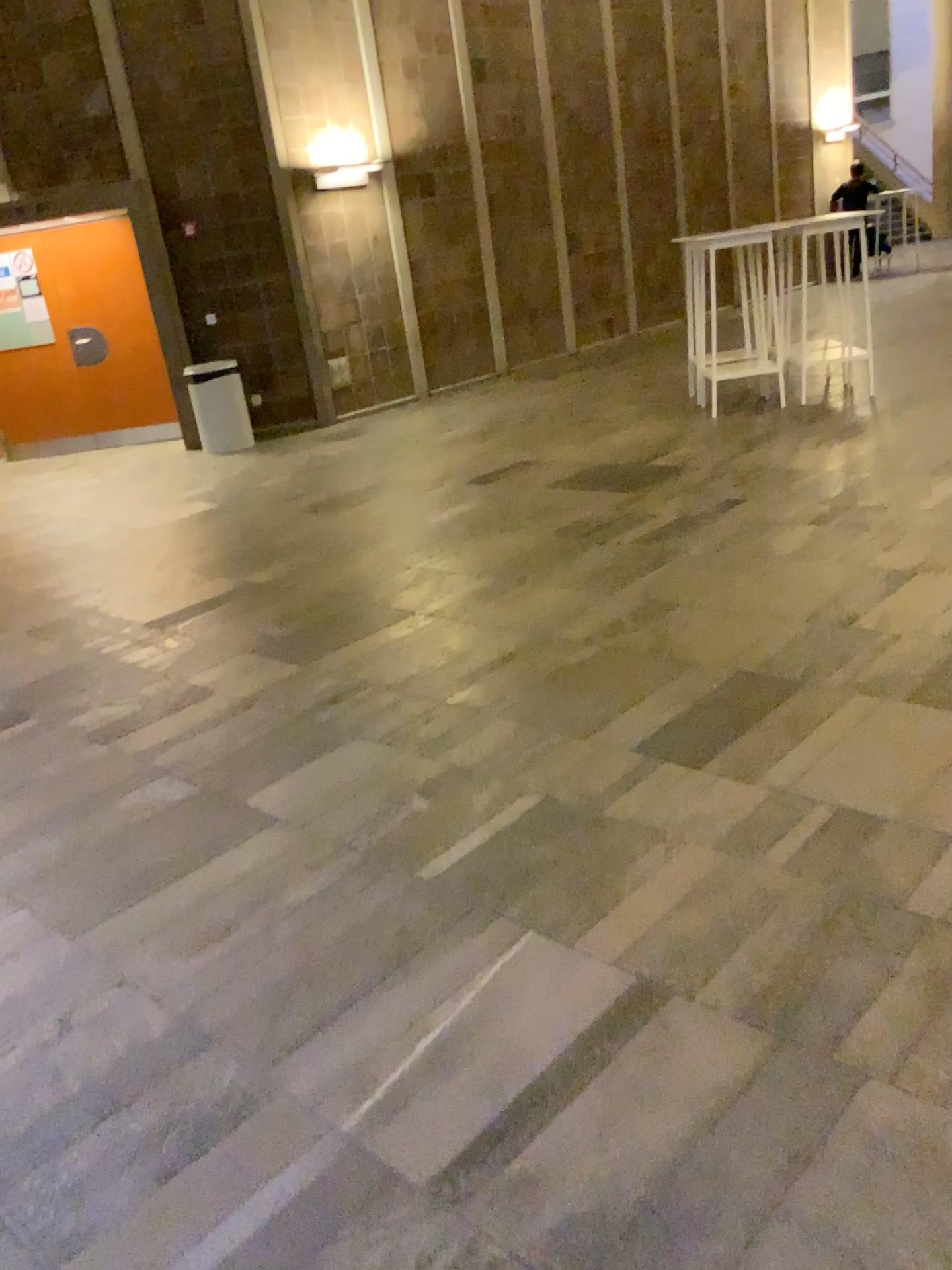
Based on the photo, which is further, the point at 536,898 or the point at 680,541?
the point at 680,541
